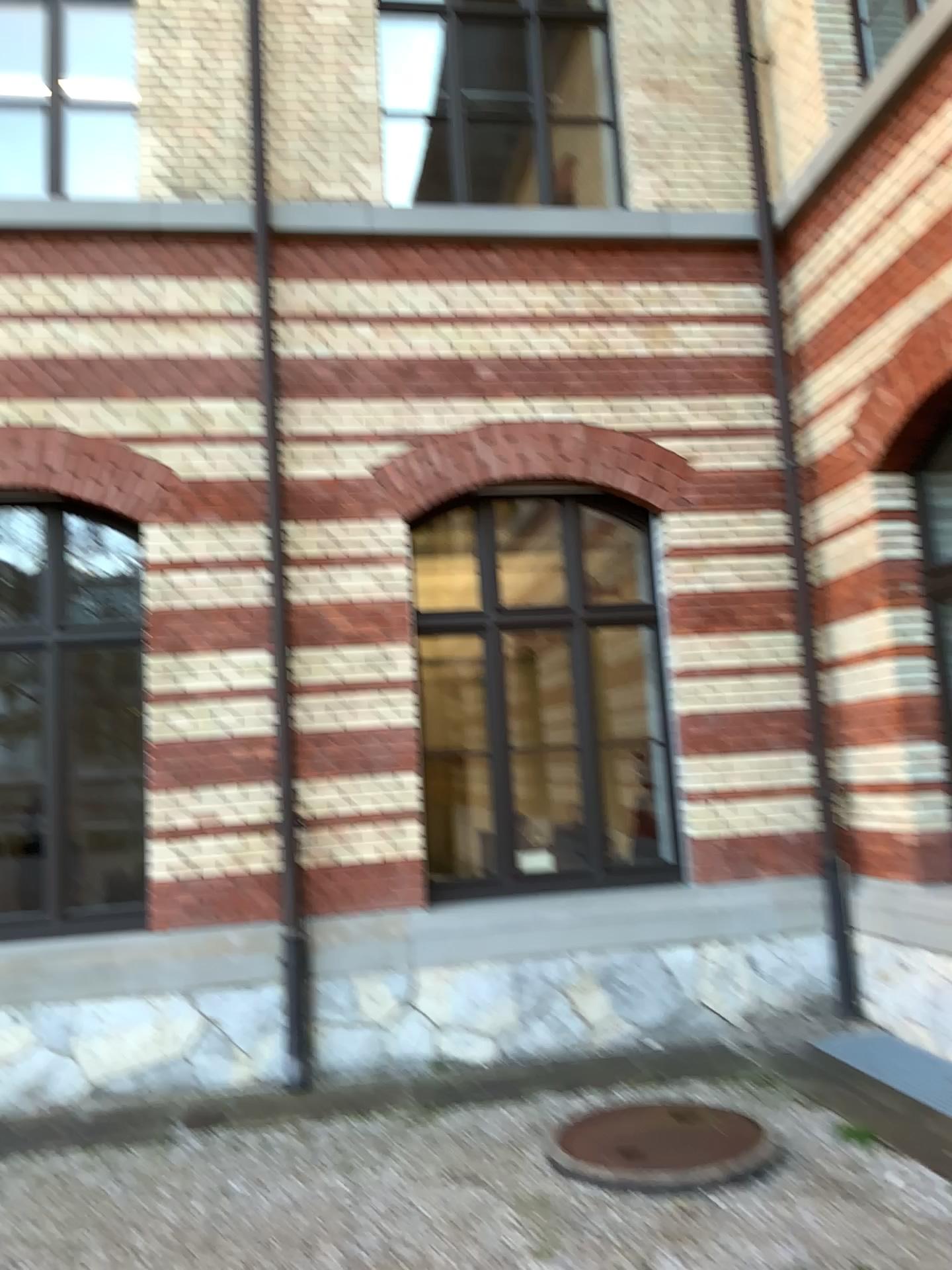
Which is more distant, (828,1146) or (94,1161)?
(94,1161)
